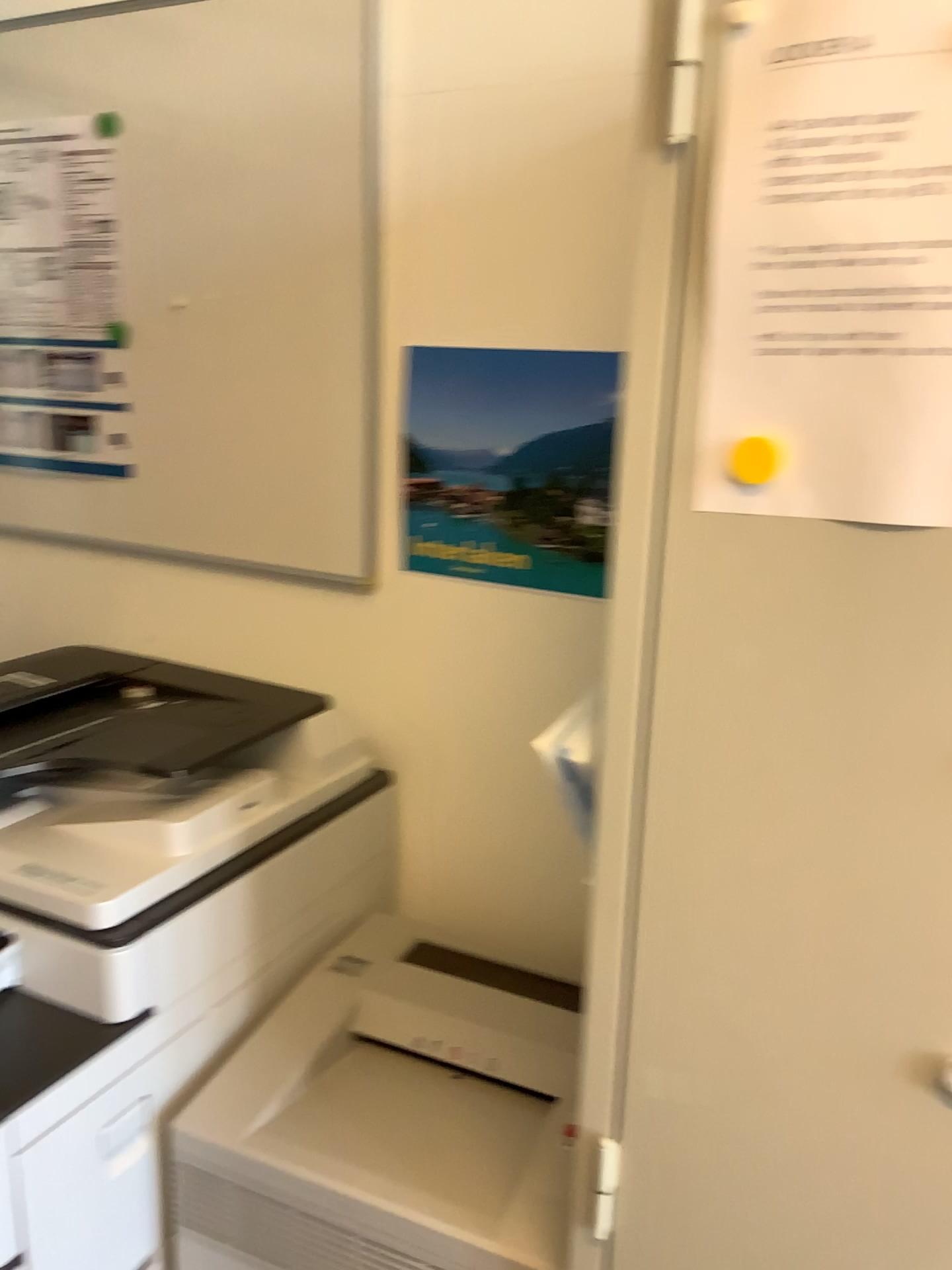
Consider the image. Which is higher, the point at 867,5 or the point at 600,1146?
the point at 867,5

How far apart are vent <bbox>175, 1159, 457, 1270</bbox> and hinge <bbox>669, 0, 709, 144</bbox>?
1.0 meters

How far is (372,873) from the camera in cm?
141

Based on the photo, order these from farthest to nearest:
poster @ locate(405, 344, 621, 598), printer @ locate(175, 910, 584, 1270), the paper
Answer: poster @ locate(405, 344, 621, 598) < printer @ locate(175, 910, 584, 1270) < the paper

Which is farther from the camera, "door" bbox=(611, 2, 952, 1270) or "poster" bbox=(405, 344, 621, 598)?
"poster" bbox=(405, 344, 621, 598)

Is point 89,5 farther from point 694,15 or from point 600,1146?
point 600,1146

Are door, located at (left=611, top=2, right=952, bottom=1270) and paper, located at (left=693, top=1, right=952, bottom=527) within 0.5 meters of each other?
yes

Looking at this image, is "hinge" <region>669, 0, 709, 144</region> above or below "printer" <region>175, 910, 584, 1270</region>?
above

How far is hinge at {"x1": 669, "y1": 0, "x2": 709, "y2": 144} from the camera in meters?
0.6

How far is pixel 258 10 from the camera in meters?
1.3
